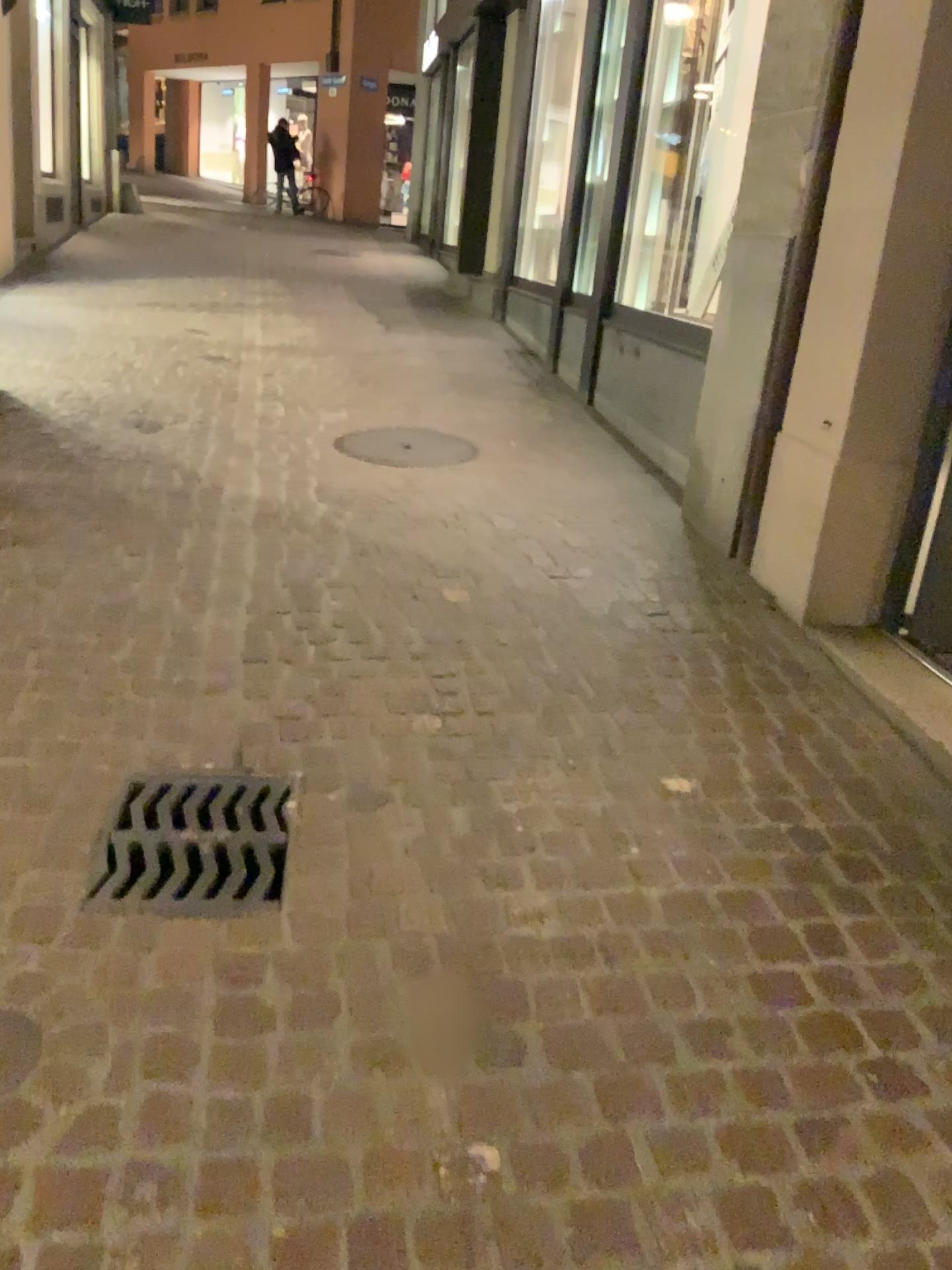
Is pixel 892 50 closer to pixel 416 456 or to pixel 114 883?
pixel 416 456

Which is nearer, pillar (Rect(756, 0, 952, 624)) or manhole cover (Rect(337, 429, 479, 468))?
pillar (Rect(756, 0, 952, 624))

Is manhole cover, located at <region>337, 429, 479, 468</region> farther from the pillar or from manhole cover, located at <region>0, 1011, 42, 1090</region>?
manhole cover, located at <region>0, 1011, 42, 1090</region>

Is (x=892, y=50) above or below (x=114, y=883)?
above

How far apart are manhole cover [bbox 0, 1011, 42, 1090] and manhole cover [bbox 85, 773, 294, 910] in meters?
0.3 m

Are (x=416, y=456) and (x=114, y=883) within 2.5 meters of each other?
no

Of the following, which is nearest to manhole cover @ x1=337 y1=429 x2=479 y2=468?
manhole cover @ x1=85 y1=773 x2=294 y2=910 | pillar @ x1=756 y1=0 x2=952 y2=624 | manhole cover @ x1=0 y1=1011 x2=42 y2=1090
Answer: pillar @ x1=756 y1=0 x2=952 y2=624

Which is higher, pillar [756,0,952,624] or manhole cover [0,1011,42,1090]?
pillar [756,0,952,624]

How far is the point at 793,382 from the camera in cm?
360

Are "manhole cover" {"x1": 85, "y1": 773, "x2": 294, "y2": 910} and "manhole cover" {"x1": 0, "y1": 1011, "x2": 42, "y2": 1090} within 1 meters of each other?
yes
